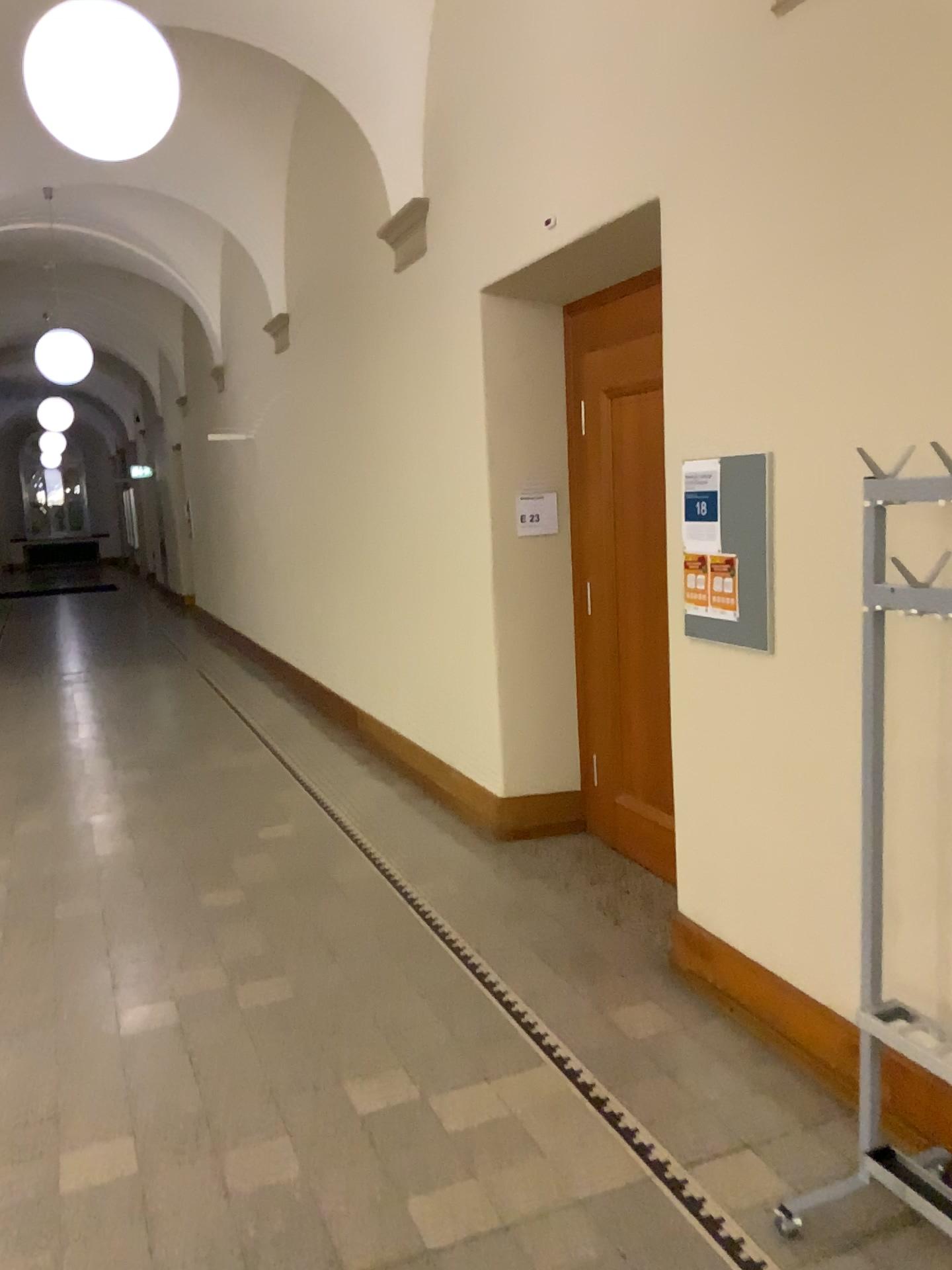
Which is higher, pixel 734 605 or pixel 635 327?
pixel 635 327

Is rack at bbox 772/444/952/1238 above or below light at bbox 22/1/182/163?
below

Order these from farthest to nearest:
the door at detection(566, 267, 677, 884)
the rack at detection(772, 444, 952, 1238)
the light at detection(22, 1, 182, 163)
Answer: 1. the door at detection(566, 267, 677, 884)
2. the light at detection(22, 1, 182, 163)
3. the rack at detection(772, 444, 952, 1238)

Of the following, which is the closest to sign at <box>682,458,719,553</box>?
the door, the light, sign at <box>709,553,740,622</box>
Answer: sign at <box>709,553,740,622</box>

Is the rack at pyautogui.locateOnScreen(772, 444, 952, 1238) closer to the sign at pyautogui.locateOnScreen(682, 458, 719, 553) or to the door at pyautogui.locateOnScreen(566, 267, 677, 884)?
the sign at pyautogui.locateOnScreen(682, 458, 719, 553)

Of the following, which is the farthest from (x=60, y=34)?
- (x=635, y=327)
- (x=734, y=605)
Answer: (x=734, y=605)

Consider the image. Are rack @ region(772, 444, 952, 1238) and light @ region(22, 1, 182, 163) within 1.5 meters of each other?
no

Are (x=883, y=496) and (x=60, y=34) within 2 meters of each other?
no

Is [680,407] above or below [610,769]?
above

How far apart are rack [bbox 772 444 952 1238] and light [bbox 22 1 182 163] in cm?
263
